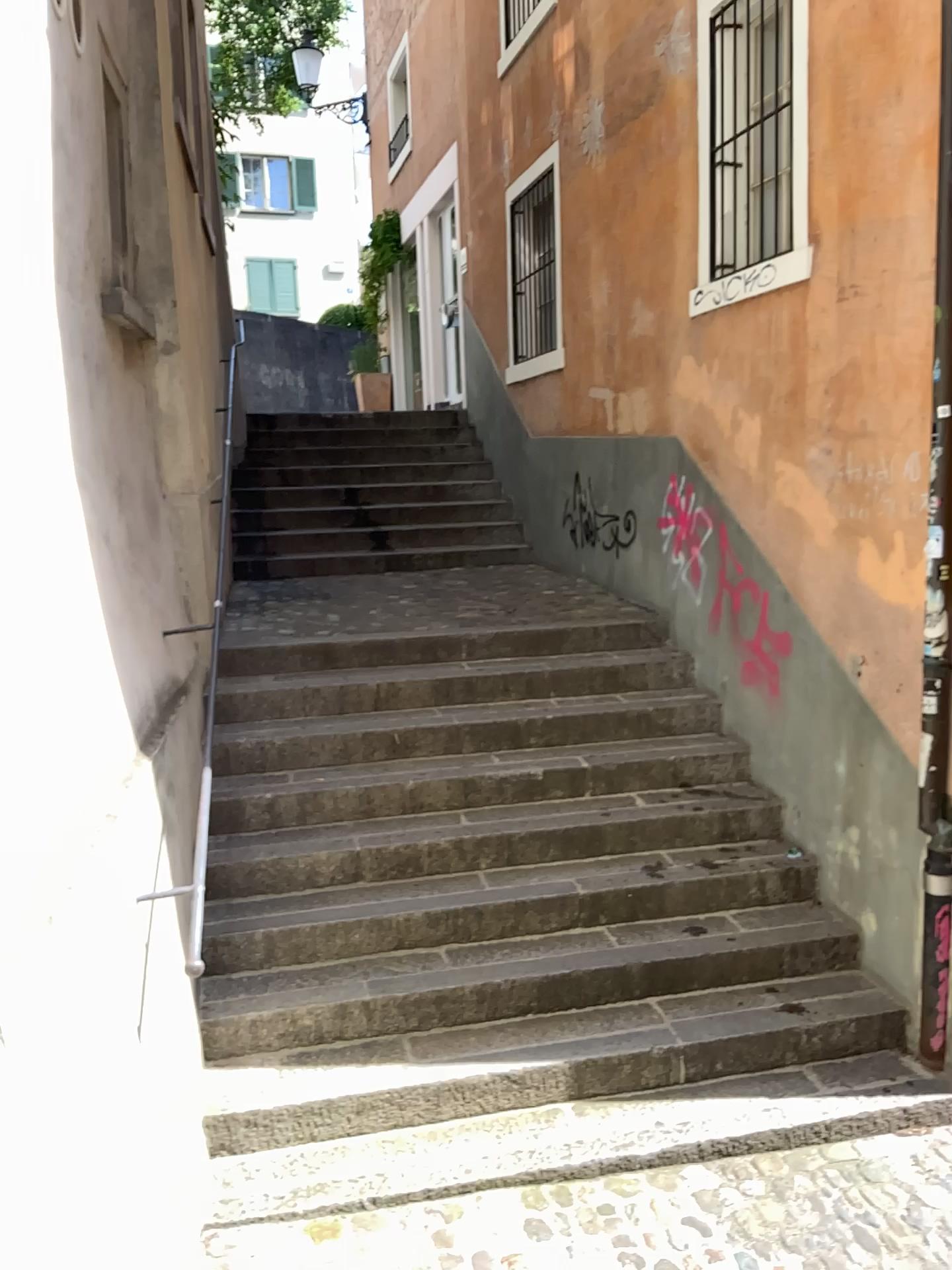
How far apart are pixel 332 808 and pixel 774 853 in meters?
1.9 m
